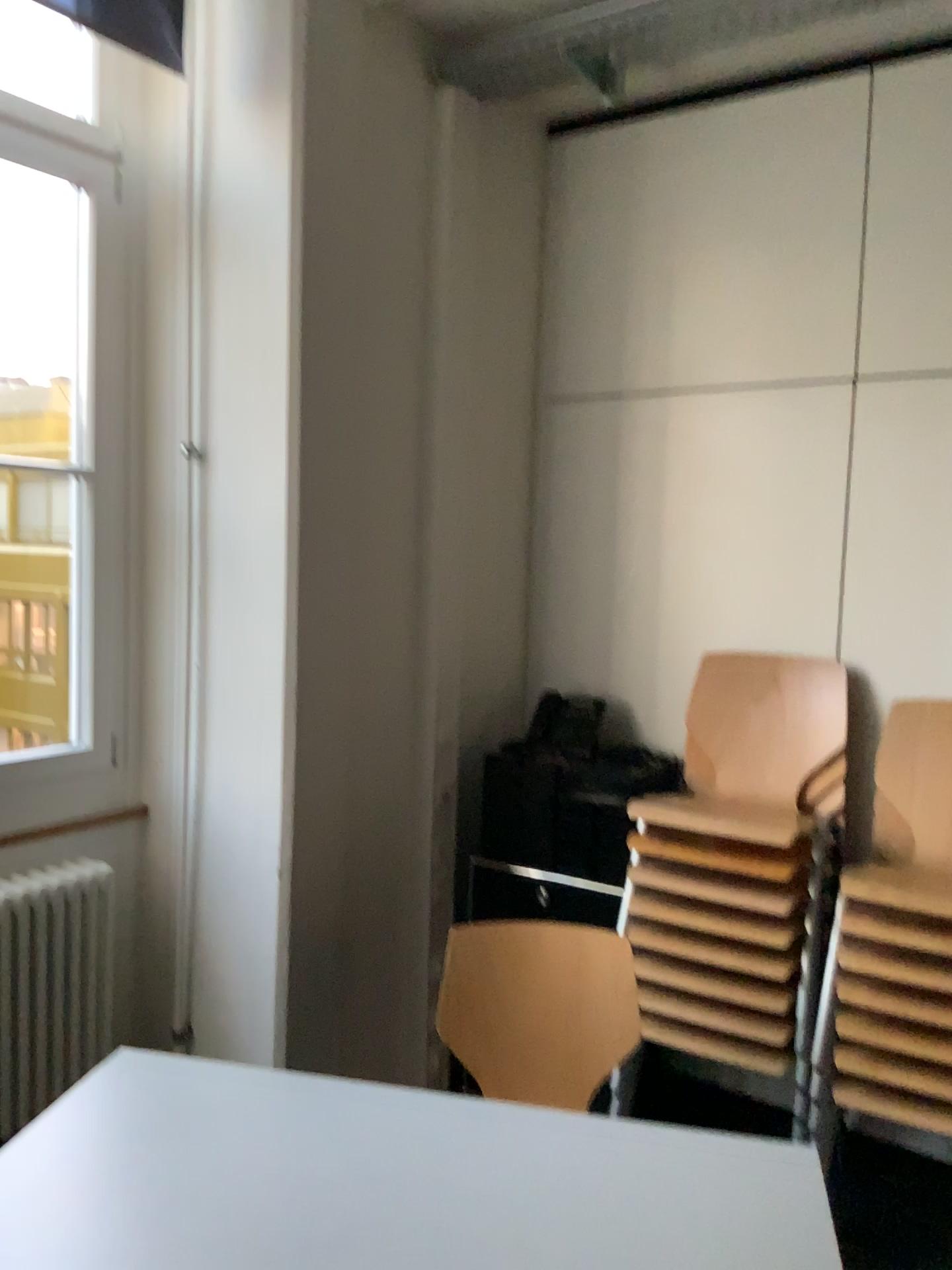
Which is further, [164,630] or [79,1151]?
[164,630]

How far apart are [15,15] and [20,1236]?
3.1 meters

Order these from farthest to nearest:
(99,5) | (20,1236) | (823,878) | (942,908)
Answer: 1. (99,5)
2. (823,878)
3. (942,908)
4. (20,1236)

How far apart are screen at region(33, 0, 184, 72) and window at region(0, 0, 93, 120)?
0.26m

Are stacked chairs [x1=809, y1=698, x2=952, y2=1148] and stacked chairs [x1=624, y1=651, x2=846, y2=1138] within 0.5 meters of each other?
yes

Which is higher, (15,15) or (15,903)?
(15,15)

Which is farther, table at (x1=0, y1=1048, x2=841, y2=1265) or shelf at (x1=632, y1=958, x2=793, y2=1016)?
shelf at (x1=632, y1=958, x2=793, y2=1016)

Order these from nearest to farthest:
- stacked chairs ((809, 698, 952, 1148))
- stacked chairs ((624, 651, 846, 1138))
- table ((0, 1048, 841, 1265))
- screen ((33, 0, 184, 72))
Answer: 1. table ((0, 1048, 841, 1265))
2. stacked chairs ((809, 698, 952, 1148))
3. stacked chairs ((624, 651, 846, 1138))
4. screen ((33, 0, 184, 72))

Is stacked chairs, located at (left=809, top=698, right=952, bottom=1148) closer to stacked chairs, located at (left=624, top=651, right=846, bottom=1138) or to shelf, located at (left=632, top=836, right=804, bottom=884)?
stacked chairs, located at (left=624, top=651, right=846, bottom=1138)

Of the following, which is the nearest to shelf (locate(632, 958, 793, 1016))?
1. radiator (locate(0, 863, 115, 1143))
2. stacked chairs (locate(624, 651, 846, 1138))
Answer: stacked chairs (locate(624, 651, 846, 1138))
